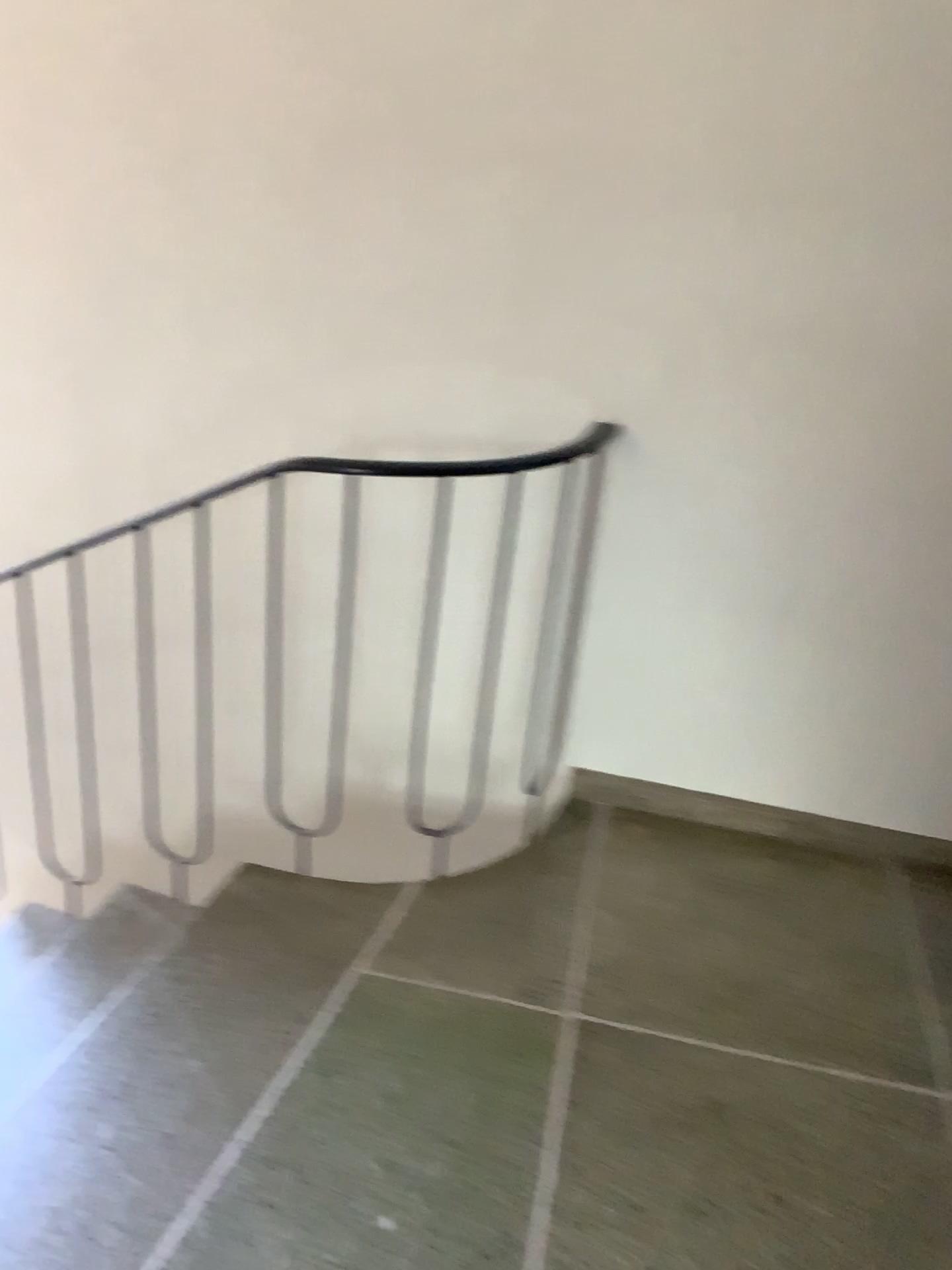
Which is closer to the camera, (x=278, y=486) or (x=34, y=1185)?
(x=34, y=1185)

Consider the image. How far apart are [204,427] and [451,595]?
0.7m

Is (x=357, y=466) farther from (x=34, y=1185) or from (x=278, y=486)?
(x=34, y=1185)

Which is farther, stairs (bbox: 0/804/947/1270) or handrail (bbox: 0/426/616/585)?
handrail (bbox: 0/426/616/585)

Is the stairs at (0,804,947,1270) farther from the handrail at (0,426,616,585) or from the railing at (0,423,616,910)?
the handrail at (0,426,616,585)

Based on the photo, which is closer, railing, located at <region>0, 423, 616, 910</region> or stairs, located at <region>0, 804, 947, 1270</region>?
stairs, located at <region>0, 804, 947, 1270</region>

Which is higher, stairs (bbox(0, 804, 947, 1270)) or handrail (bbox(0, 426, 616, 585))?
handrail (bbox(0, 426, 616, 585))

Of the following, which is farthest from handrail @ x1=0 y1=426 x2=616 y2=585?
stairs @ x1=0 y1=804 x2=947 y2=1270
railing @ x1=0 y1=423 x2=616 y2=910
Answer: stairs @ x1=0 y1=804 x2=947 y2=1270

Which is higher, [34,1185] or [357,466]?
[357,466]
